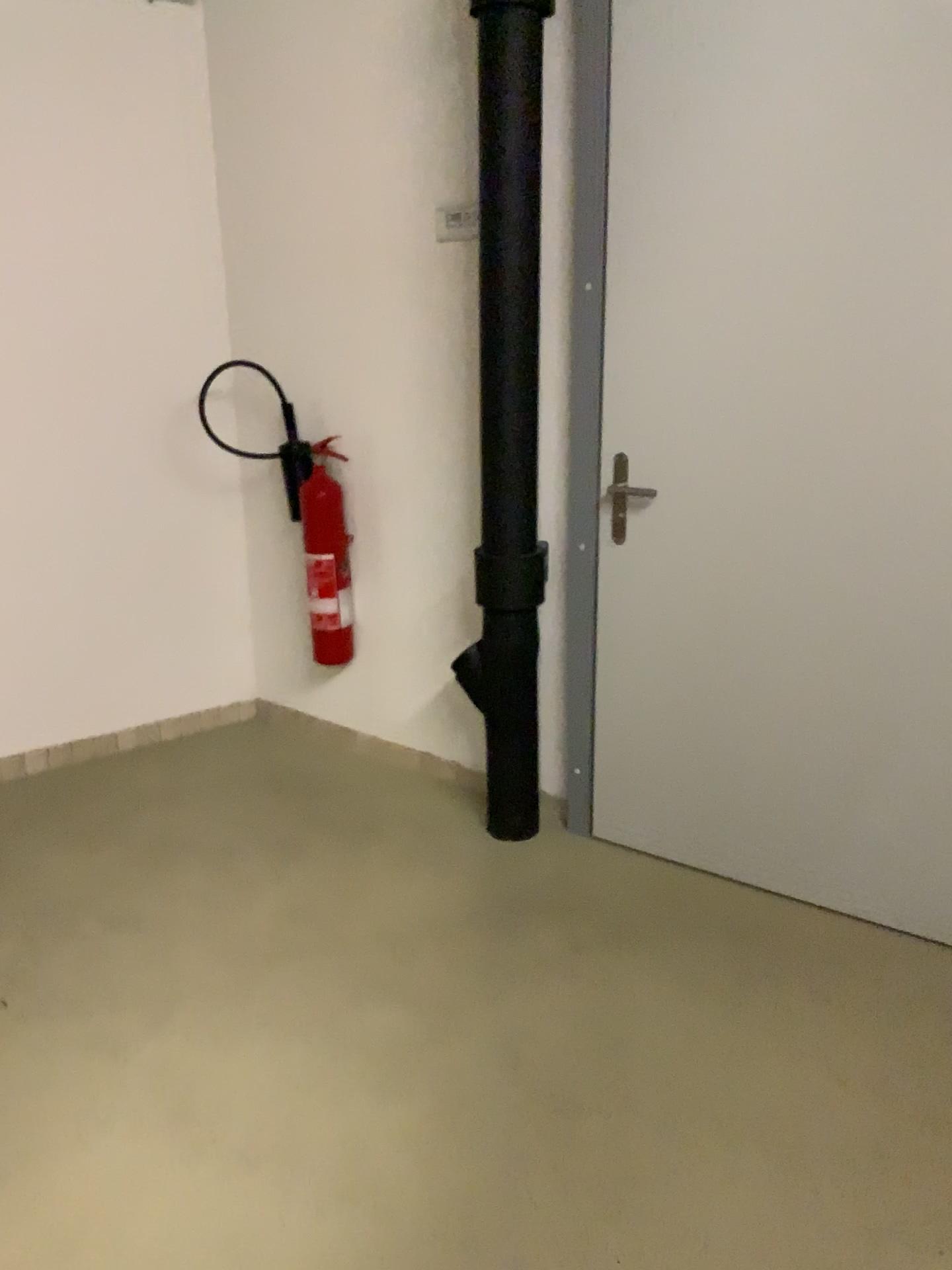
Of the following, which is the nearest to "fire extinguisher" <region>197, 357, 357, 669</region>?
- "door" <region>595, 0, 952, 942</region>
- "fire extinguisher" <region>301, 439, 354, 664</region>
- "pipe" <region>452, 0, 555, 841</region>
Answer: "fire extinguisher" <region>301, 439, 354, 664</region>

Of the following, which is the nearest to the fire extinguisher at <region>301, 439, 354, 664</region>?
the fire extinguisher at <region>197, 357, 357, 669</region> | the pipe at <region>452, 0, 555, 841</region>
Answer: the fire extinguisher at <region>197, 357, 357, 669</region>

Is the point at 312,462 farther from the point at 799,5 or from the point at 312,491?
the point at 799,5

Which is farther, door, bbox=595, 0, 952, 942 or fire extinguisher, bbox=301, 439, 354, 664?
fire extinguisher, bbox=301, 439, 354, 664

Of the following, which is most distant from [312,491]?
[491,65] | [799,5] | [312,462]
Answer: [799,5]

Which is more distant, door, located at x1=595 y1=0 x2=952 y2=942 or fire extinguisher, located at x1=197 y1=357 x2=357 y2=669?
fire extinguisher, located at x1=197 y1=357 x2=357 y2=669

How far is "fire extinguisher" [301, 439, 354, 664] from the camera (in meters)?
3.41

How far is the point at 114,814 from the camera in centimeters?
320cm

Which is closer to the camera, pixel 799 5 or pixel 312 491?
pixel 799 5

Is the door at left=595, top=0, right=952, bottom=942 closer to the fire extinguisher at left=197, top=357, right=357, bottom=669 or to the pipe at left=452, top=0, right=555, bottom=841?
the pipe at left=452, top=0, right=555, bottom=841
